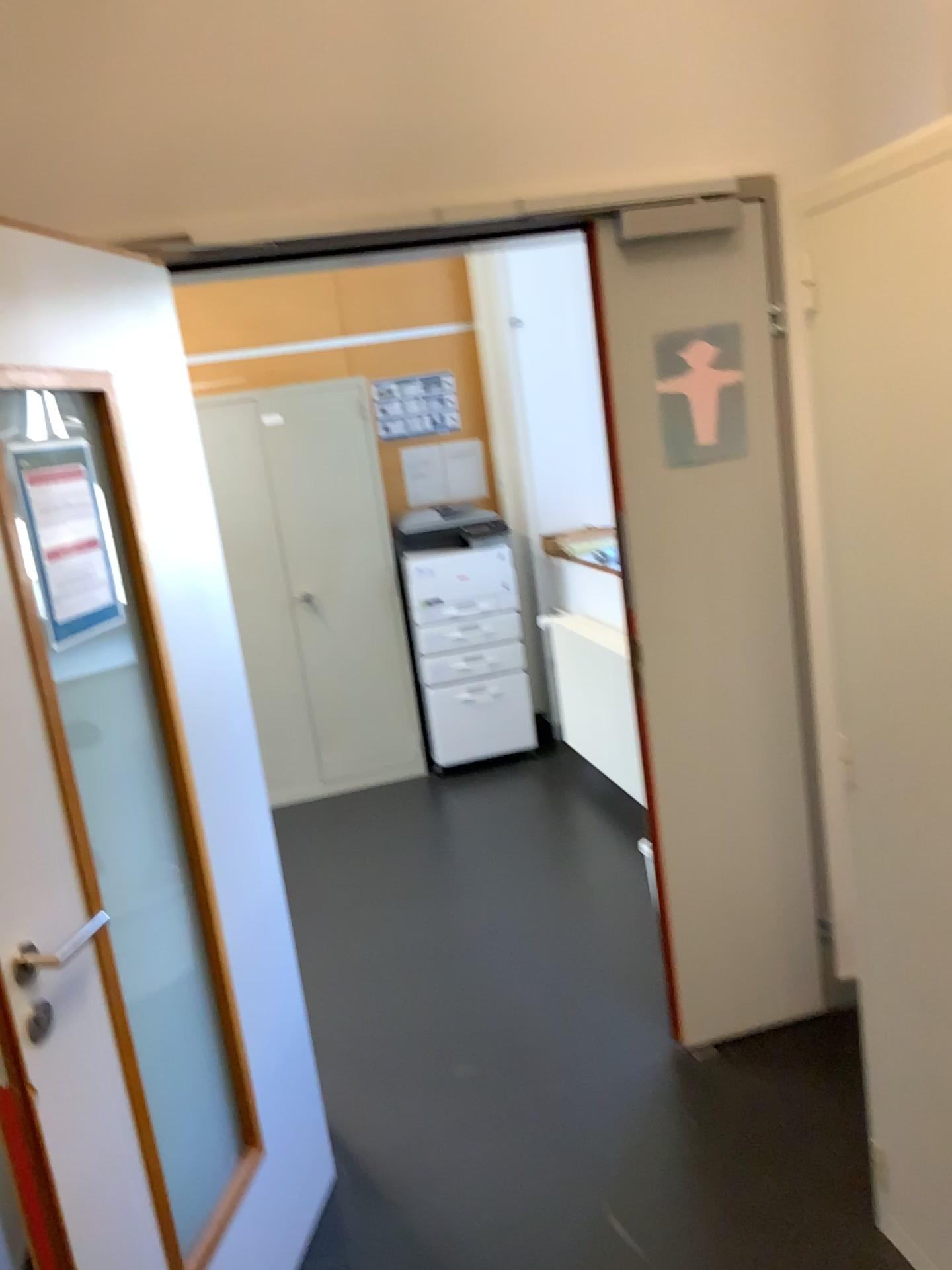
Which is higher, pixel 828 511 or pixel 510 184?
pixel 510 184

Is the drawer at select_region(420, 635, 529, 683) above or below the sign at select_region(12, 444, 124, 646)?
below

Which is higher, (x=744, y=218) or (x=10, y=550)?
(x=744, y=218)

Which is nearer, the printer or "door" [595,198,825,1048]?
"door" [595,198,825,1048]

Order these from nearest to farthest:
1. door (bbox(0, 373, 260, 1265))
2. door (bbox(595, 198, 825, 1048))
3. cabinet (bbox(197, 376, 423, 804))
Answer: door (bbox(0, 373, 260, 1265)) < door (bbox(595, 198, 825, 1048)) < cabinet (bbox(197, 376, 423, 804))

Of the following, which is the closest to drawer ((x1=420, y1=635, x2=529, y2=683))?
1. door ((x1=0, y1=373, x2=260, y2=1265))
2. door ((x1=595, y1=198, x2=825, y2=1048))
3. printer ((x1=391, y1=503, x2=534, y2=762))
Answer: printer ((x1=391, y1=503, x2=534, y2=762))

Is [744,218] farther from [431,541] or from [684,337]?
[431,541]

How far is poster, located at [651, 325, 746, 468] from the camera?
2.4 meters

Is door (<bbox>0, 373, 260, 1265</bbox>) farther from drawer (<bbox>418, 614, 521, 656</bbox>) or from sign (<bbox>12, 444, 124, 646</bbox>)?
drawer (<bbox>418, 614, 521, 656</bbox>)

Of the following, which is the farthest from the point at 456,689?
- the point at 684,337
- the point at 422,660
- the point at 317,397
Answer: the point at 684,337
